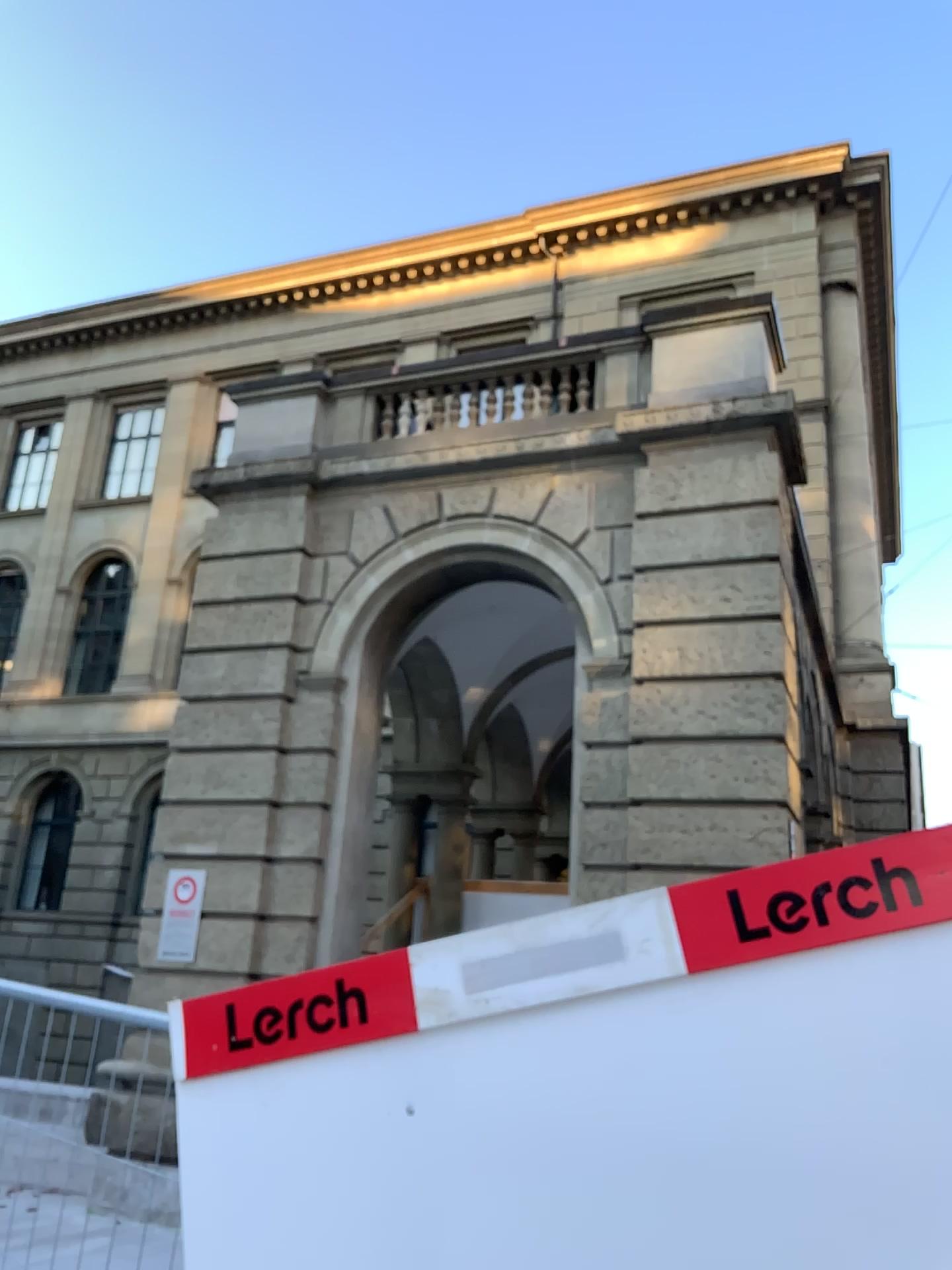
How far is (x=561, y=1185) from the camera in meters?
1.8
